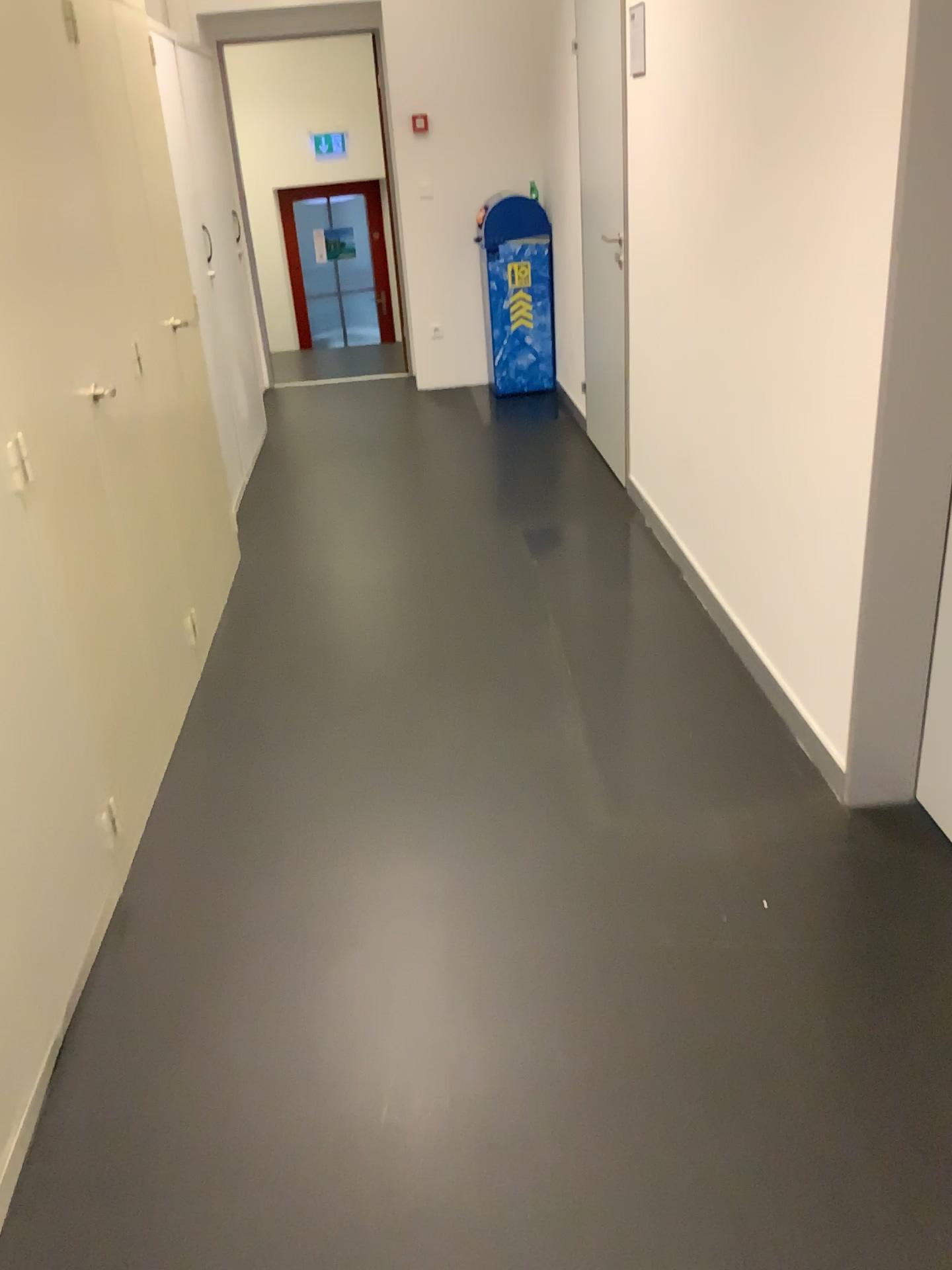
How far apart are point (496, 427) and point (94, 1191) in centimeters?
465cm
